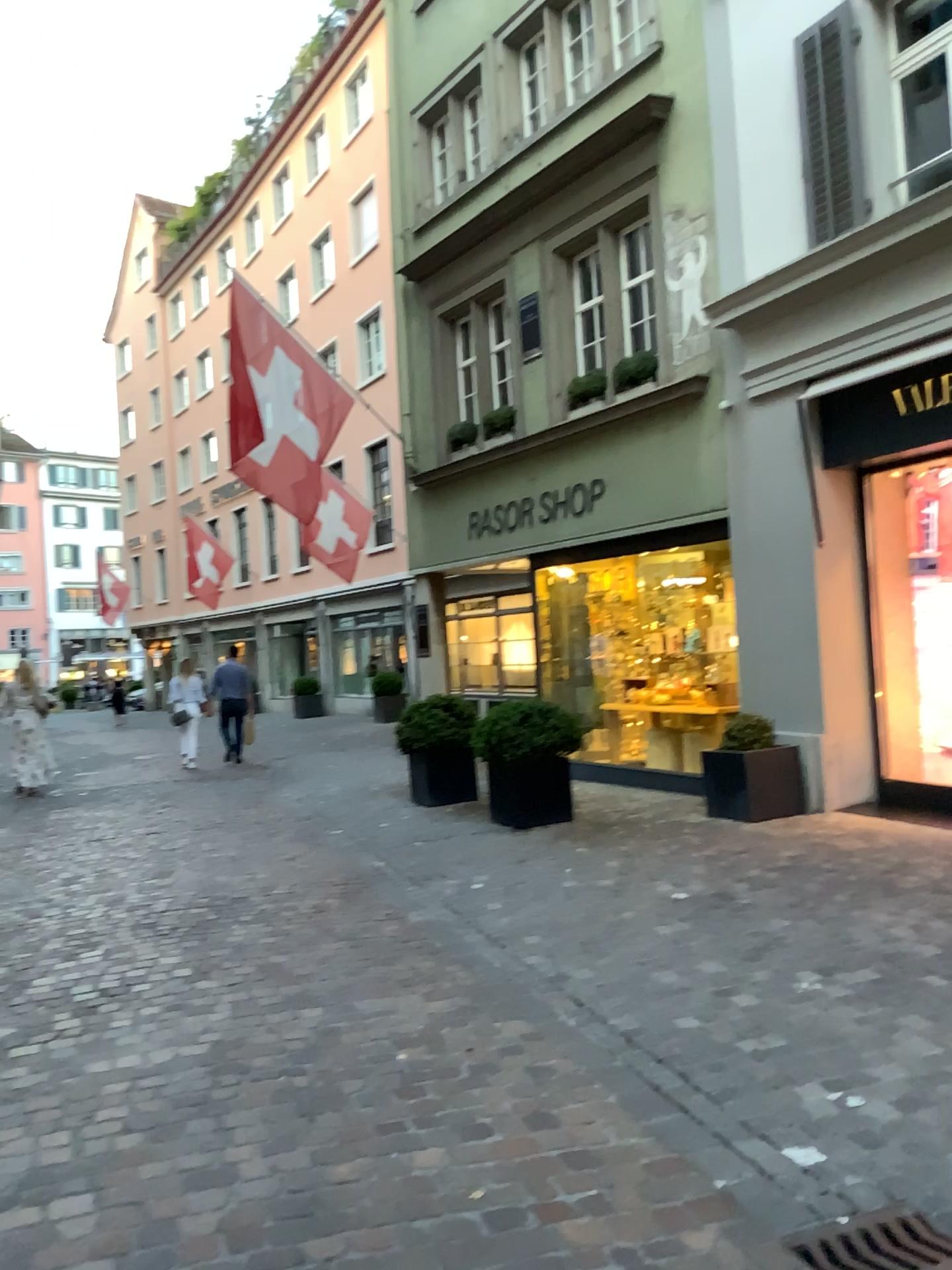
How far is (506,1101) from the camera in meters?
3.2 m
